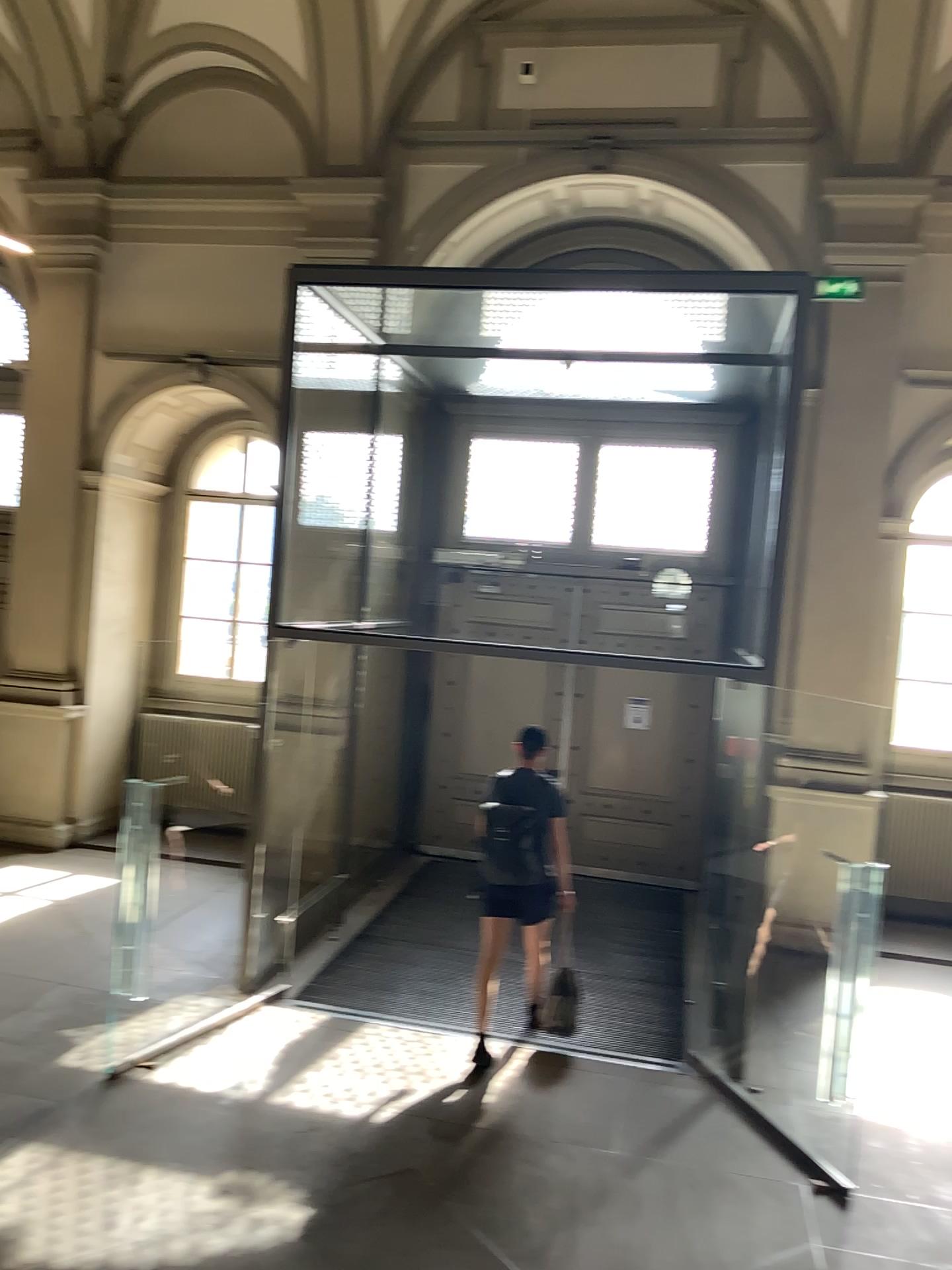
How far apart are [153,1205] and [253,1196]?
0.42m
